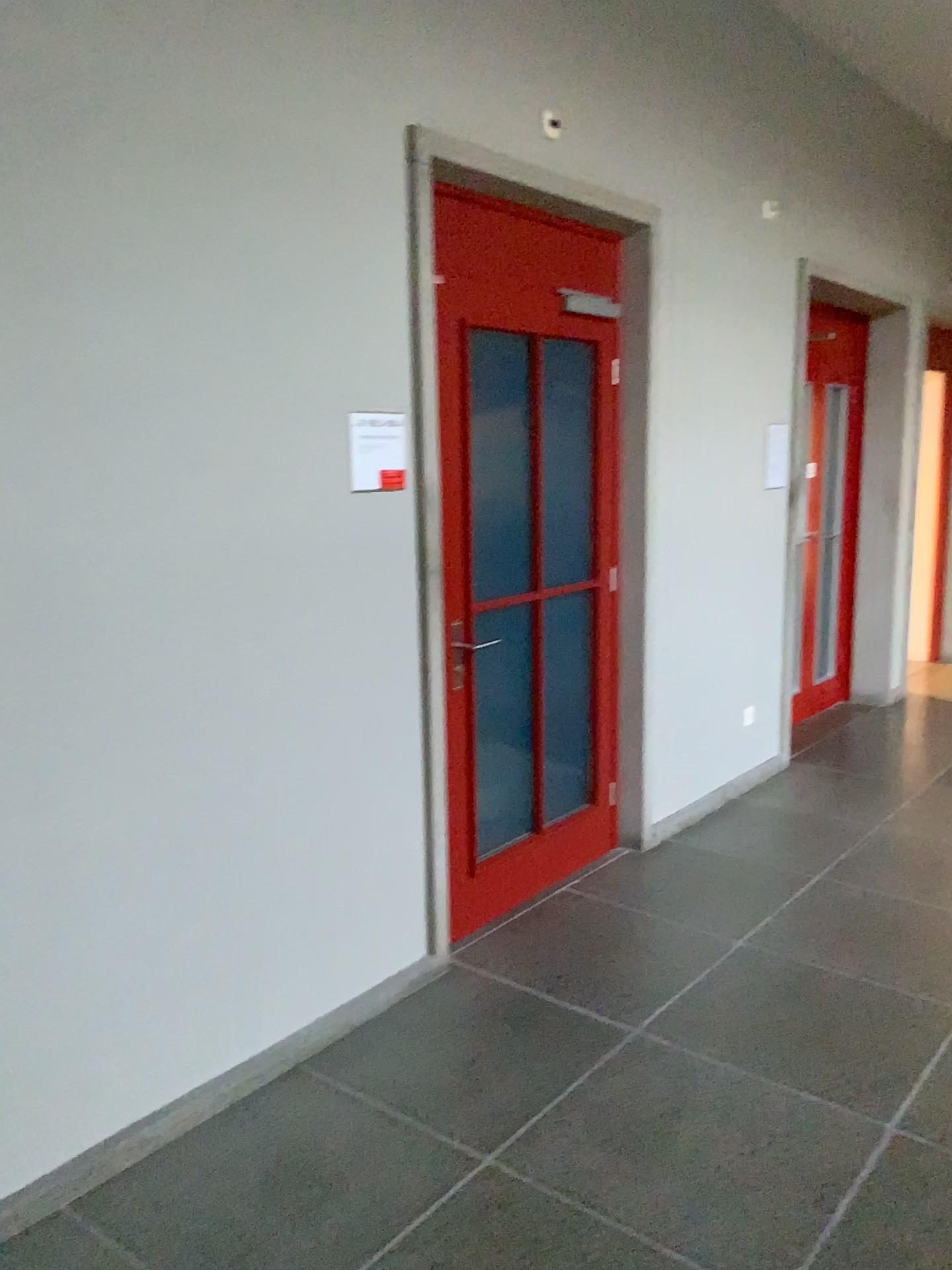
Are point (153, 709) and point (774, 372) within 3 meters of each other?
no

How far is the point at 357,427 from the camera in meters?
2.9

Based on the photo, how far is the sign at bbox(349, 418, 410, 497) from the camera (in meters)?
2.88
